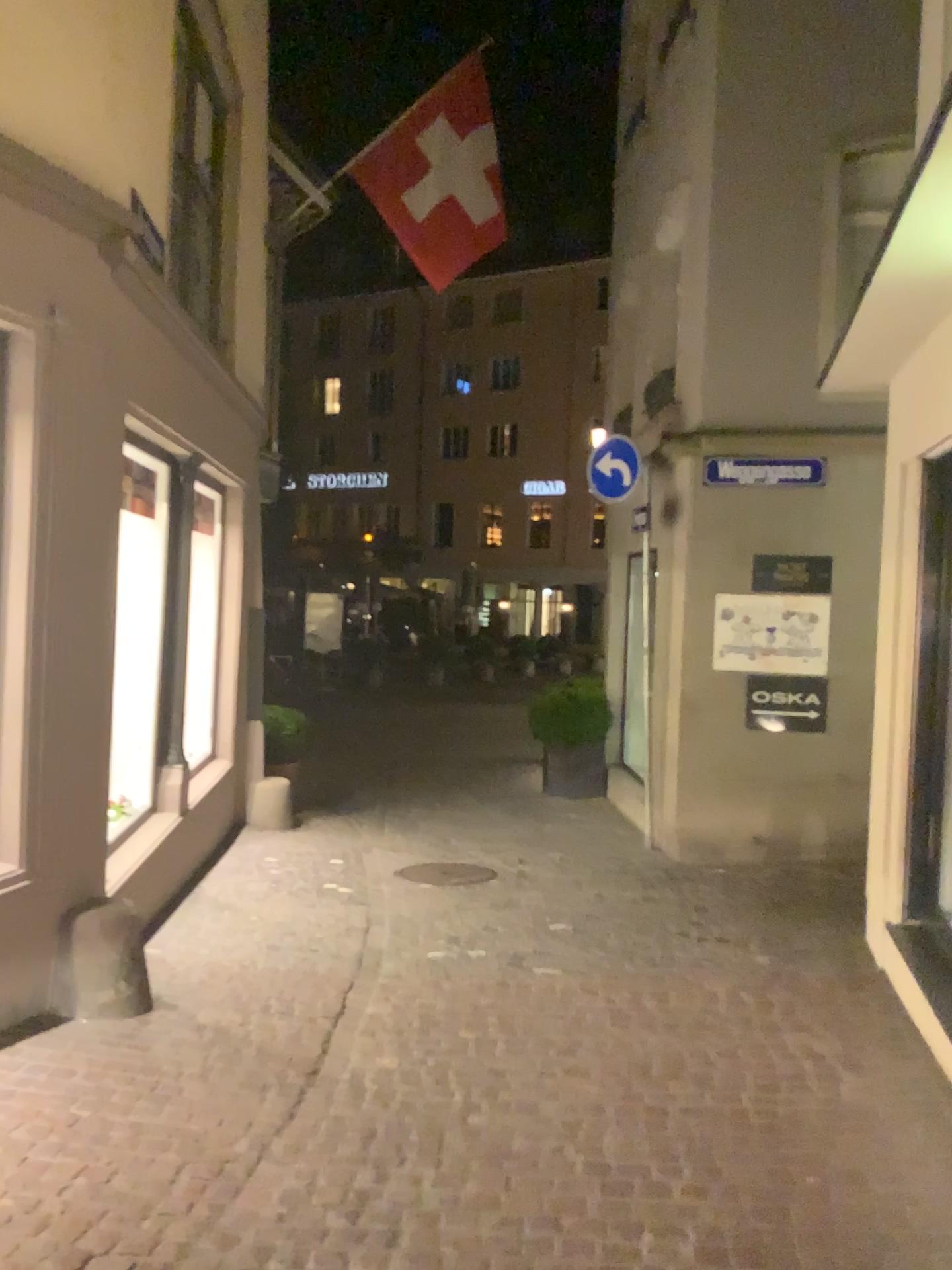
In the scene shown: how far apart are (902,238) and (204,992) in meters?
4.0 m
